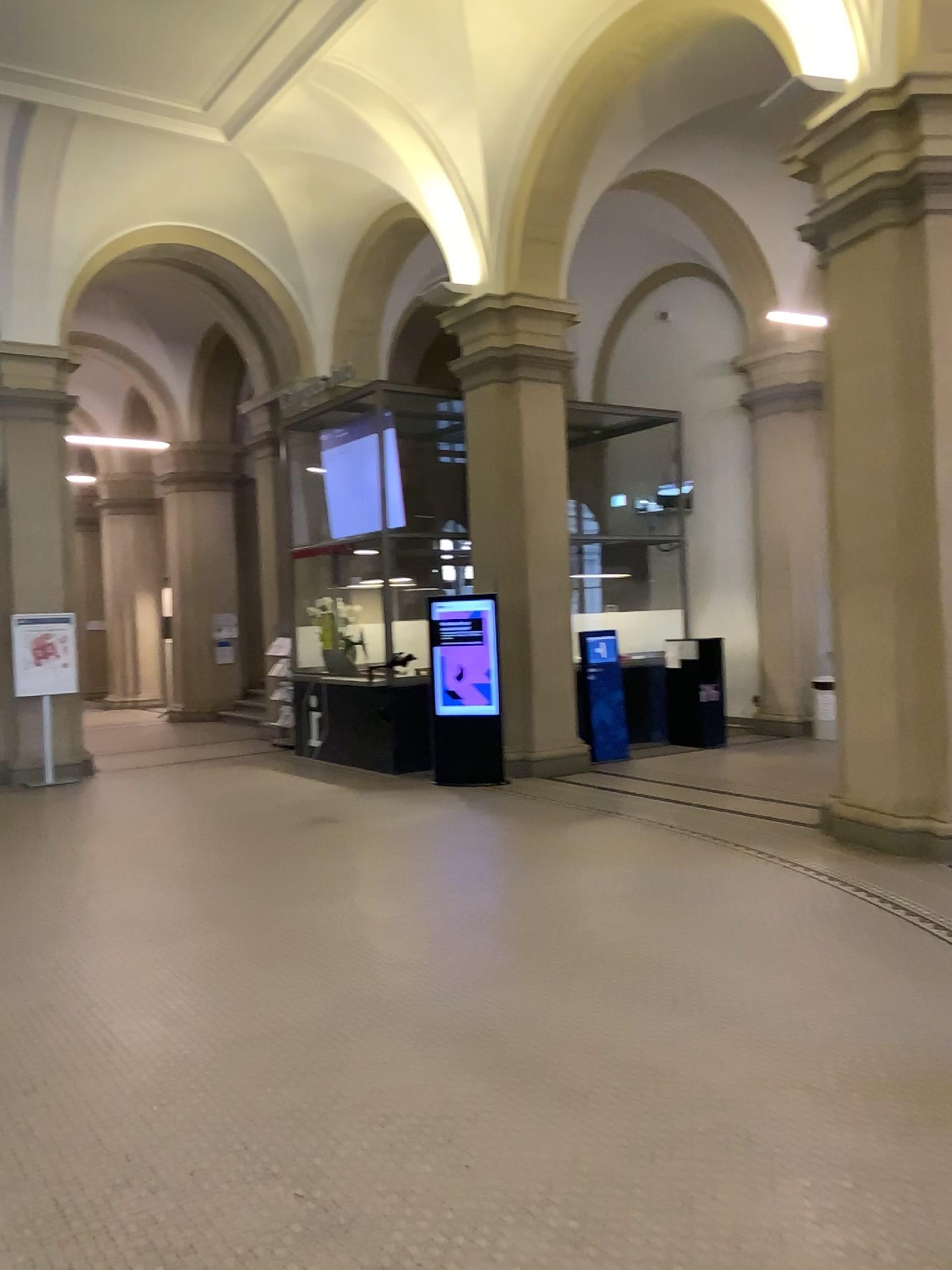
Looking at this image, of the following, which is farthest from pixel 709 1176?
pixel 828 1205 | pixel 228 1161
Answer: pixel 228 1161
